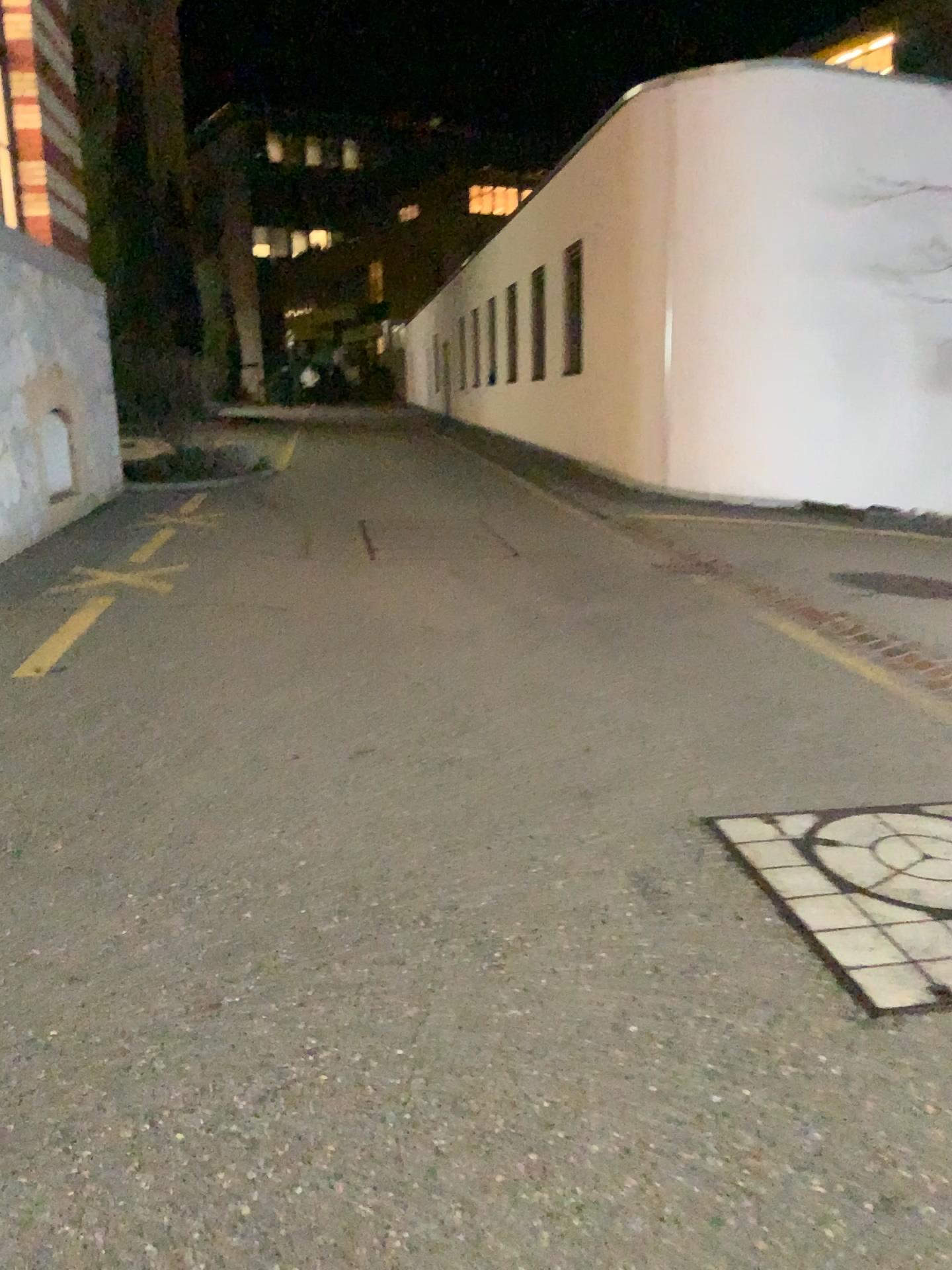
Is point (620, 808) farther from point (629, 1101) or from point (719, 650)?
point (719, 650)
